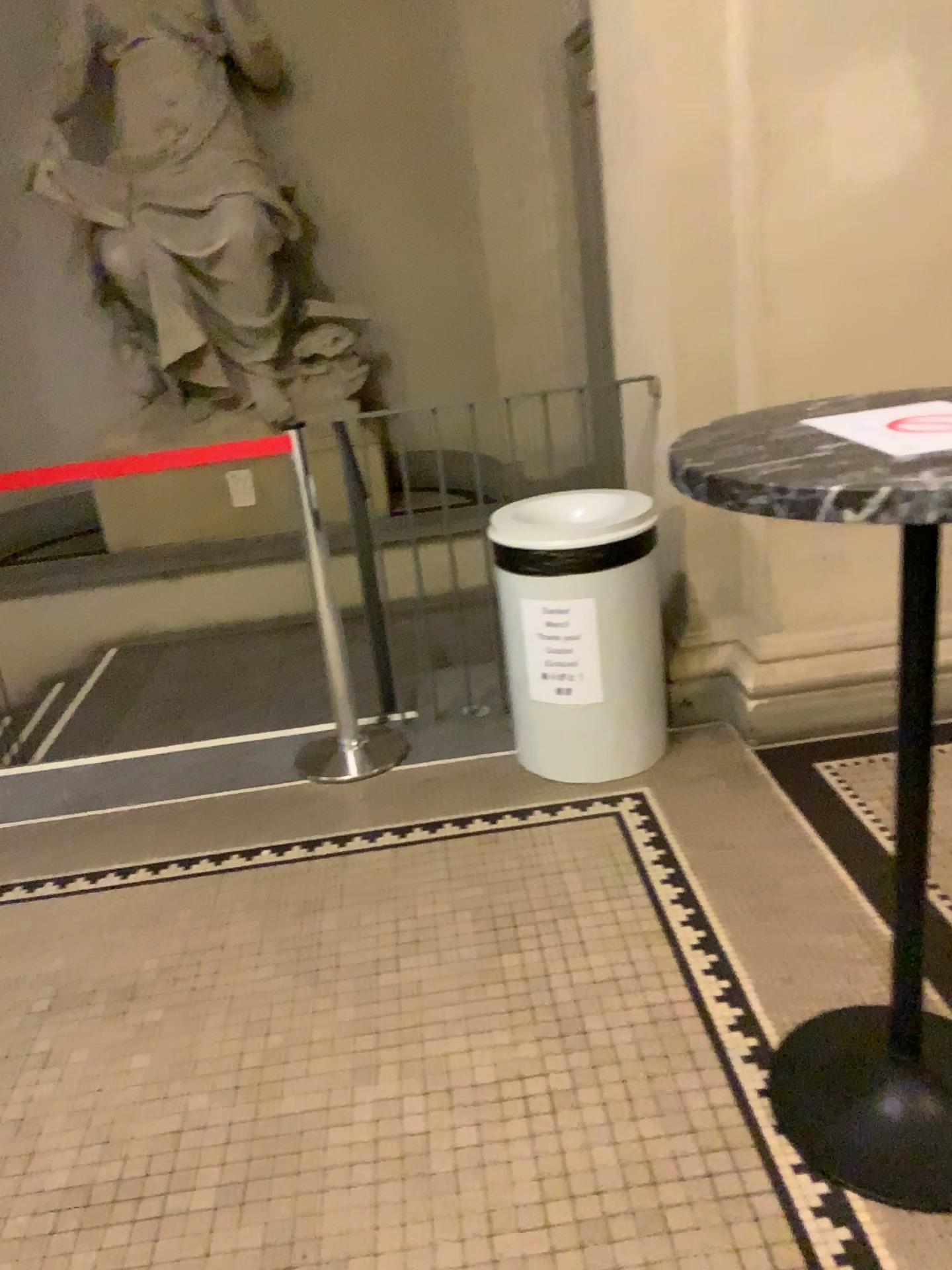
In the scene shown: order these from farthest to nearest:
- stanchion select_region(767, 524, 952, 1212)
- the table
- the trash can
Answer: the trash can → stanchion select_region(767, 524, 952, 1212) → the table

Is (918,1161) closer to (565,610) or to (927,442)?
(927,442)

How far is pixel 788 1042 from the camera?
1.9m

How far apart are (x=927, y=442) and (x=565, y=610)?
1.5 meters

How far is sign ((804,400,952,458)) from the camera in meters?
1.3

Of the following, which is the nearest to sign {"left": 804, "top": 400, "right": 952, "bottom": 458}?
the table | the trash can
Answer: the table

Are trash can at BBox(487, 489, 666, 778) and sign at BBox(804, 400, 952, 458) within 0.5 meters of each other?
no

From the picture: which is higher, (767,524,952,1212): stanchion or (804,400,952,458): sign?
(804,400,952,458): sign

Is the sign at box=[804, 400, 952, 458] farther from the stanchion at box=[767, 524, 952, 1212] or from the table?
the stanchion at box=[767, 524, 952, 1212]

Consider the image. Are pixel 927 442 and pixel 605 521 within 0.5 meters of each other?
no
